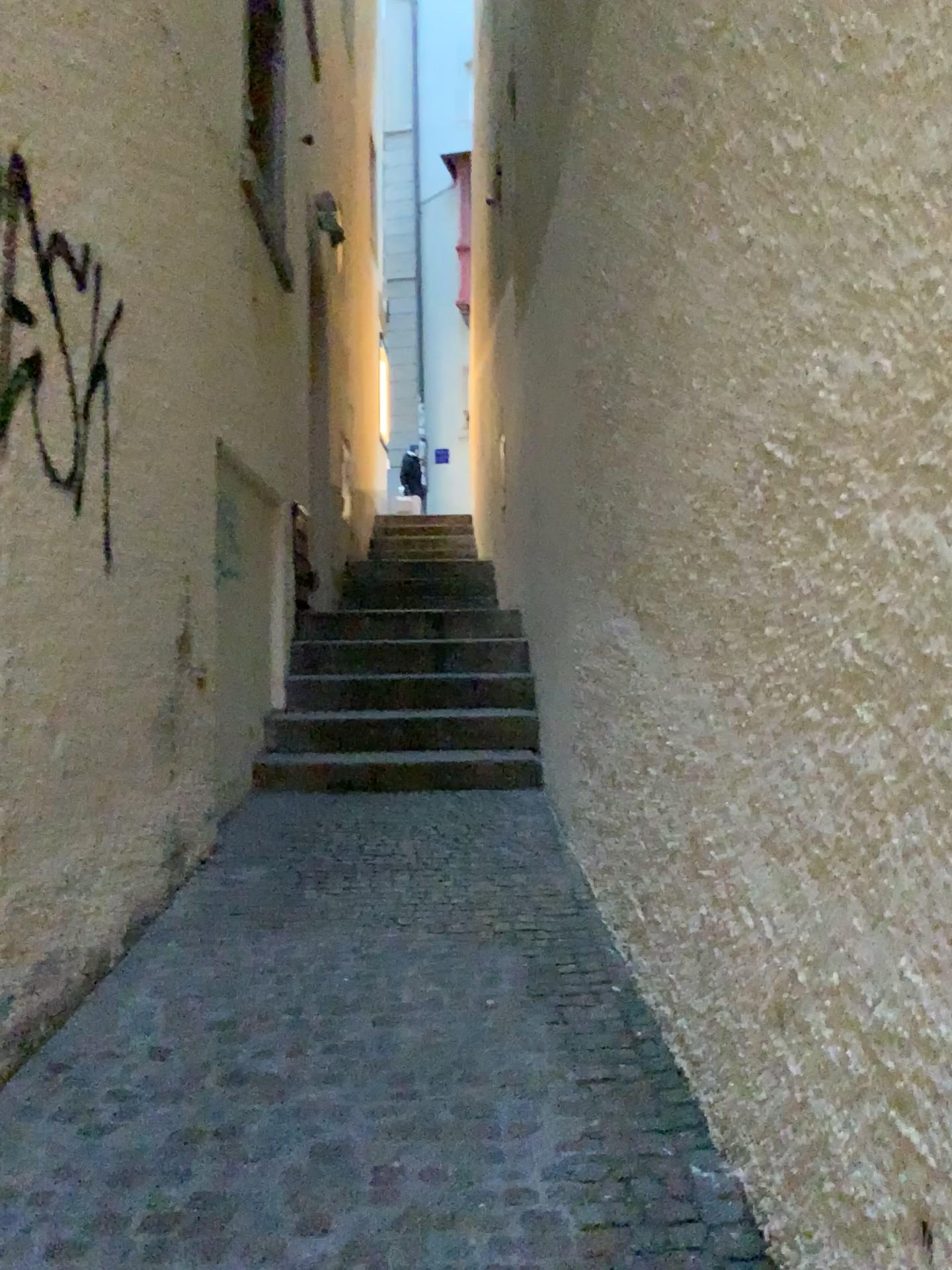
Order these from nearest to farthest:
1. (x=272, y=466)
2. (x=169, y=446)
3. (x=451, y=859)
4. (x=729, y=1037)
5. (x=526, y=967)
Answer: (x=729, y=1037)
(x=526, y=967)
(x=169, y=446)
(x=451, y=859)
(x=272, y=466)
